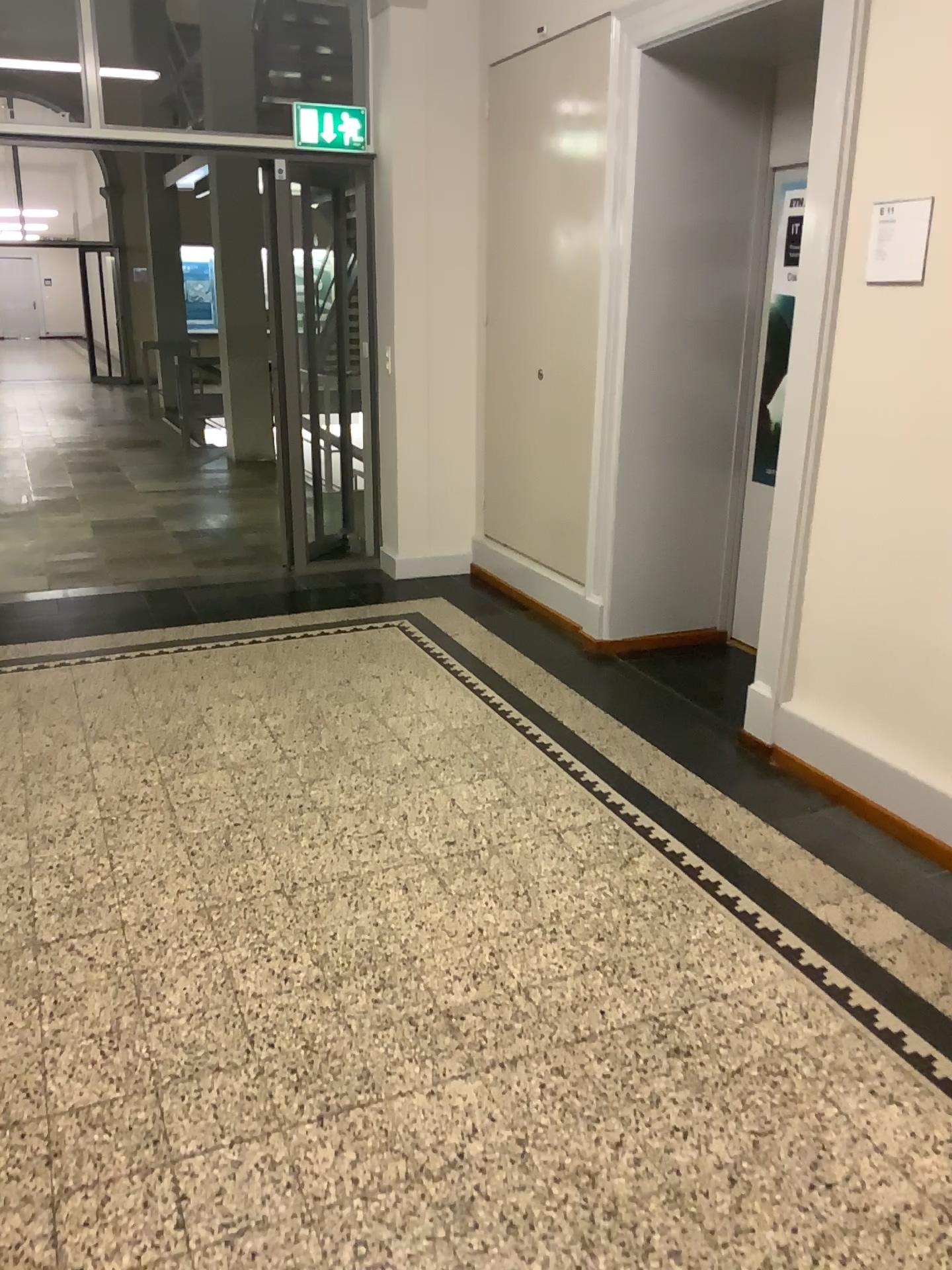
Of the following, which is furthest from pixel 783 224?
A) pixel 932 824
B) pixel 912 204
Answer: pixel 932 824

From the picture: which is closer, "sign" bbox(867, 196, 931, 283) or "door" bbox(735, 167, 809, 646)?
"sign" bbox(867, 196, 931, 283)

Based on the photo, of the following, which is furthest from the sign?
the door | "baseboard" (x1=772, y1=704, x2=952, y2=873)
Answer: "baseboard" (x1=772, y1=704, x2=952, y2=873)

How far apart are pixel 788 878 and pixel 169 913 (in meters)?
1.62

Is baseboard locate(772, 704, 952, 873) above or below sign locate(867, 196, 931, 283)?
below

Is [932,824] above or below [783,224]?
below

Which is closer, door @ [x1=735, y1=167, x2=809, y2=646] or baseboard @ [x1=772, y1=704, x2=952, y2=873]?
baseboard @ [x1=772, y1=704, x2=952, y2=873]

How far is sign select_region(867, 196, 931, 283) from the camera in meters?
2.8 m

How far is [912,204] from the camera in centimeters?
282cm

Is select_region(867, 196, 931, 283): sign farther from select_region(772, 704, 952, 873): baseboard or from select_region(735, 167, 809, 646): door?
select_region(772, 704, 952, 873): baseboard
